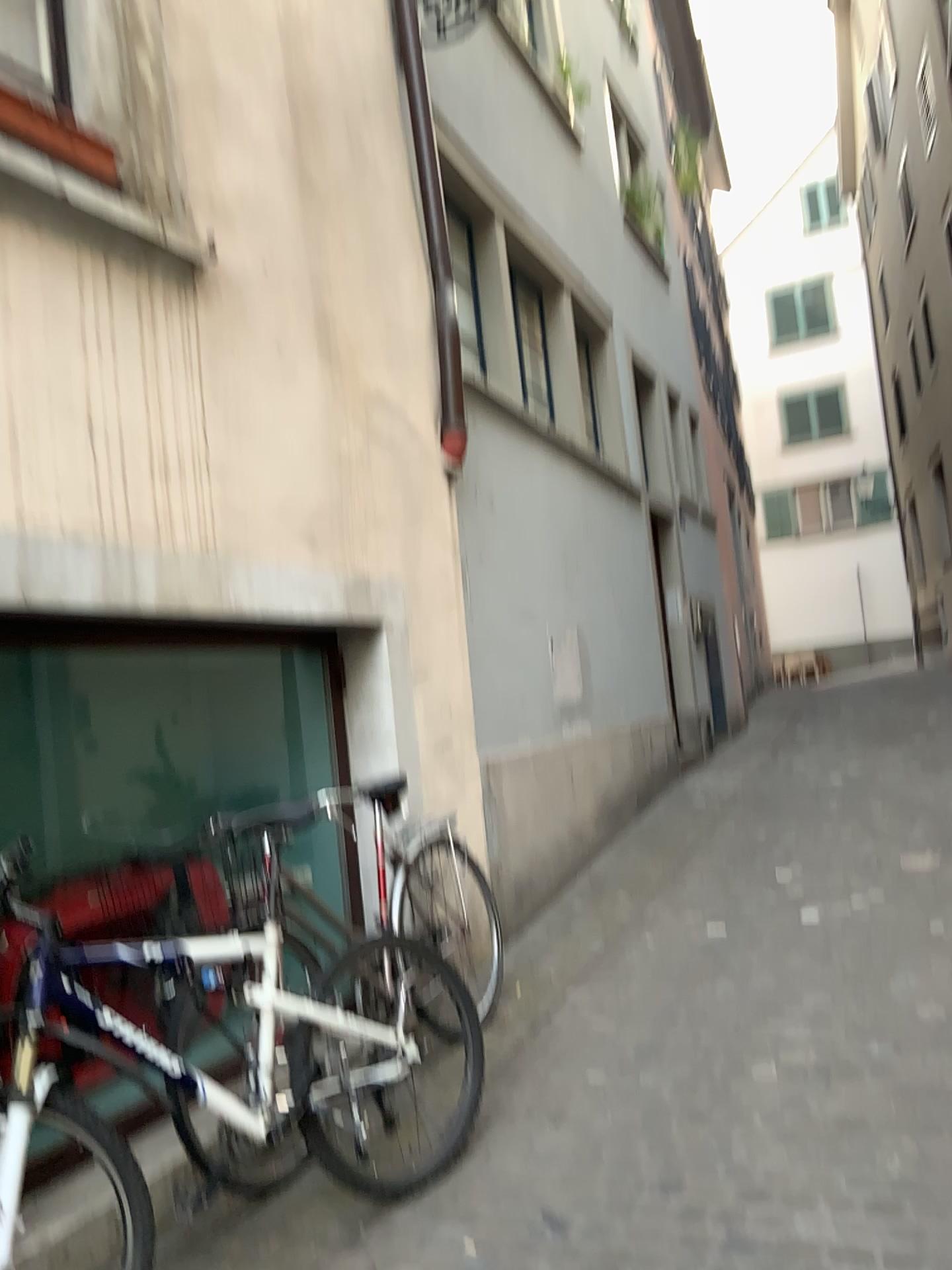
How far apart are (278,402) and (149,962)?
1.8 meters
